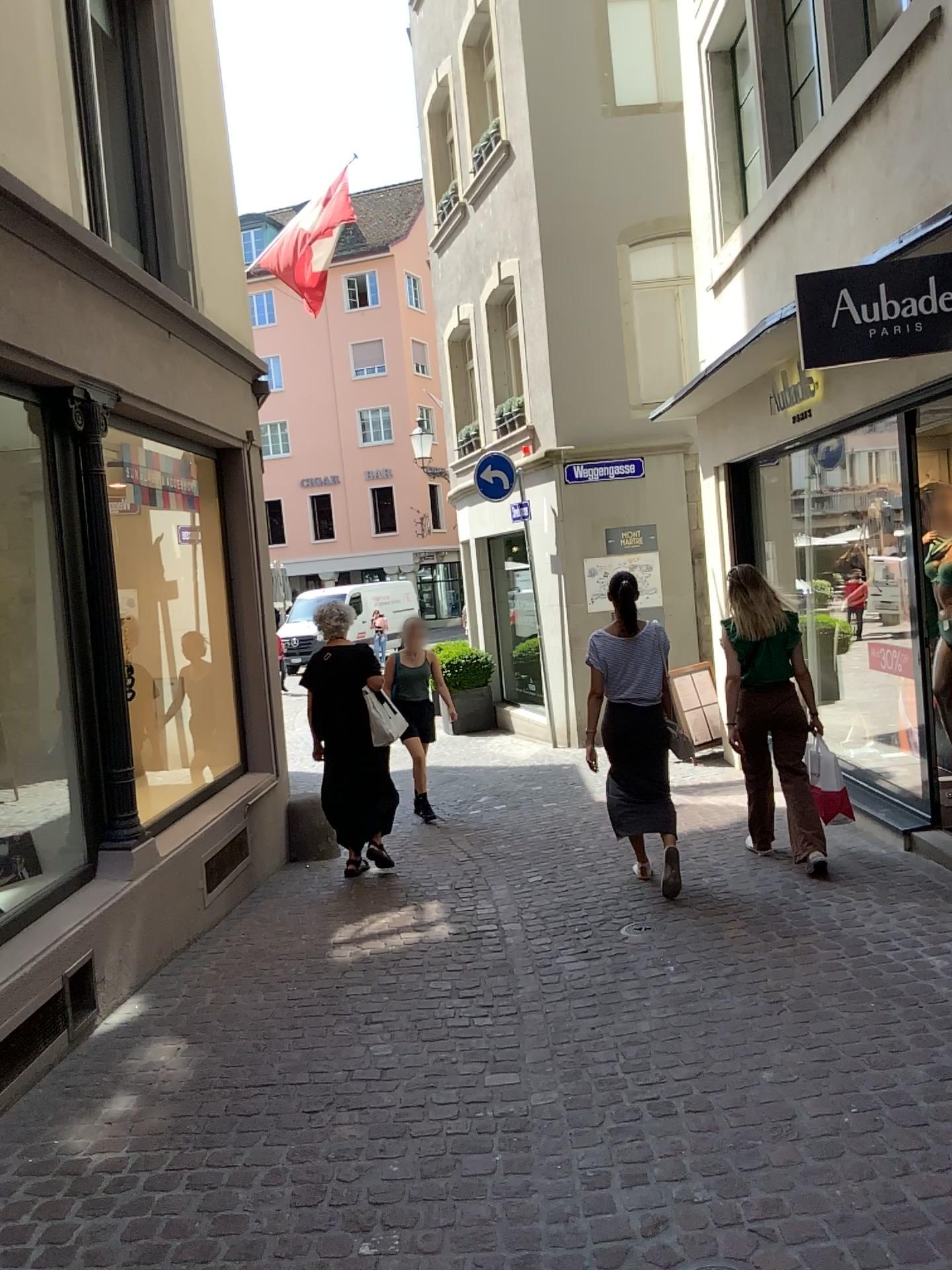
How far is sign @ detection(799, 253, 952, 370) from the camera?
4.1m

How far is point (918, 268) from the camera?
4.05m

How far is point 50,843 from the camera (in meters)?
4.46
